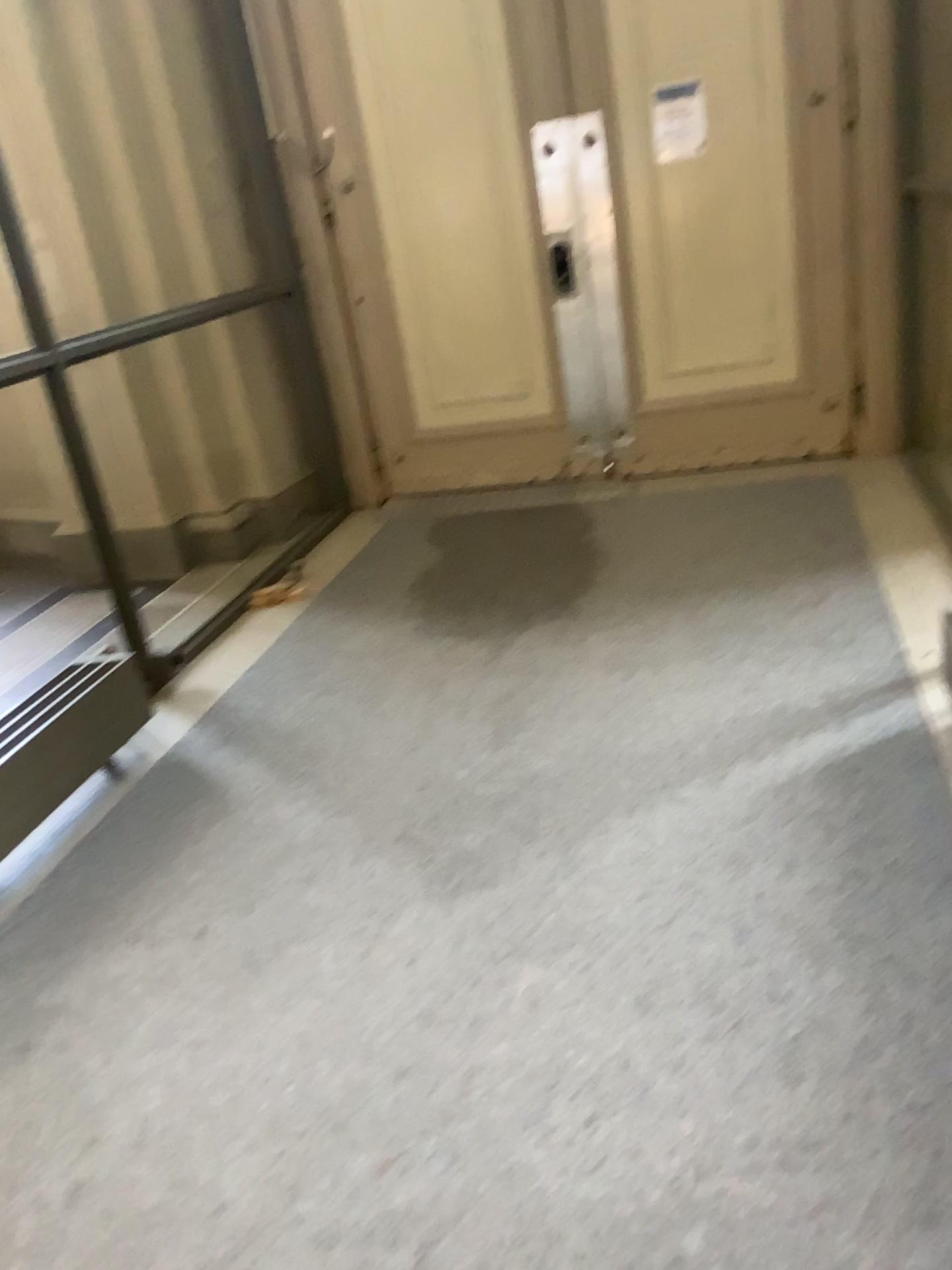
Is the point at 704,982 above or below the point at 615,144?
below

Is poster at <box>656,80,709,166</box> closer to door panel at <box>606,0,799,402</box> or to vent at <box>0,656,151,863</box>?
door panel at <box>606,0,799,402</box>

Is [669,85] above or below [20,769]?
above

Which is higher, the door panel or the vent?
the door panel

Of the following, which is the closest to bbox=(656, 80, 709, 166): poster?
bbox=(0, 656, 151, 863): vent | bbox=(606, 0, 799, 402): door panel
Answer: bbox=(606, 0, 799, 402): door panel

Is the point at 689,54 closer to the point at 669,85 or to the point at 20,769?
the point at 669,85

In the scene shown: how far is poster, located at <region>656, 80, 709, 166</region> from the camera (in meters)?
4.42

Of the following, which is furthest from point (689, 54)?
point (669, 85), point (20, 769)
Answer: point (20, 769)

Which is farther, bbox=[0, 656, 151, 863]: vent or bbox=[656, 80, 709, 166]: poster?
bbox=[656, 80, 709, 166]: poster
